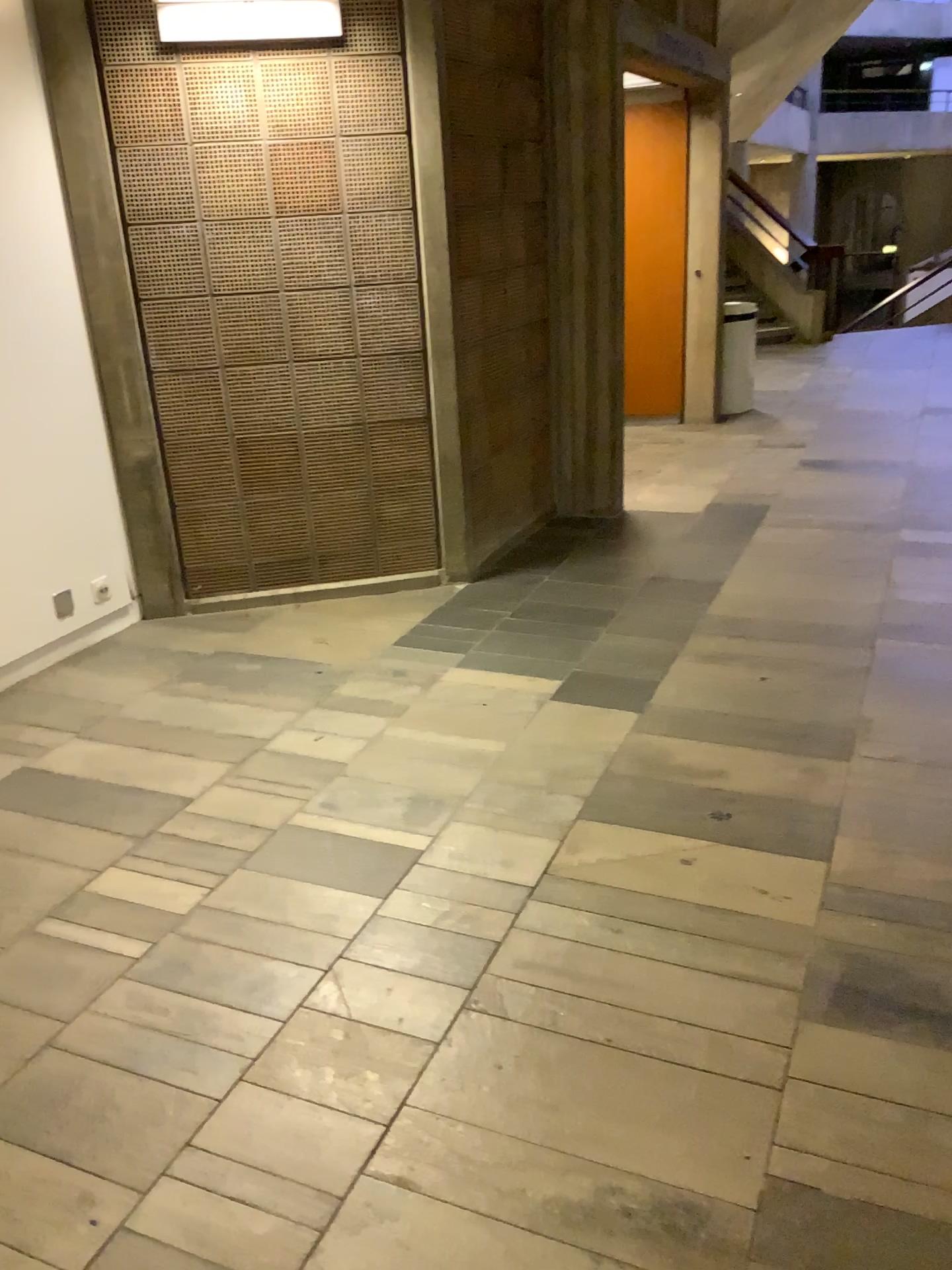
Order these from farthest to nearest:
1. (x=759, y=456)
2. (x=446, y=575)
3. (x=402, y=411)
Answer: (x=759, y=456) < (x=446, y=575) < (x=402, y=411)
